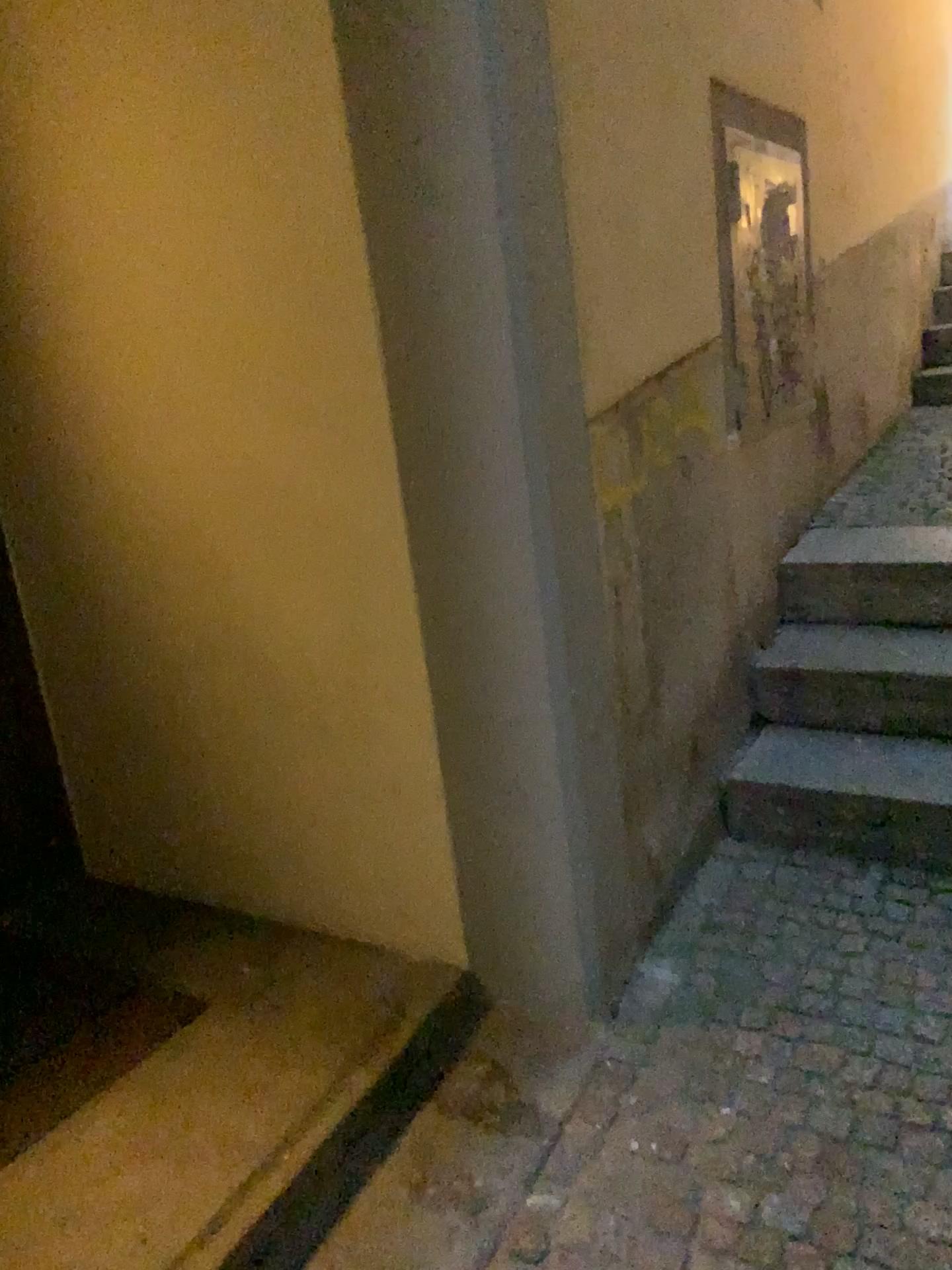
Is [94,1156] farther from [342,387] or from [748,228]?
[748,228]

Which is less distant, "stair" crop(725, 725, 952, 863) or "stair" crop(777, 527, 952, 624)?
"stair" crop(725, 725, 952, 863)

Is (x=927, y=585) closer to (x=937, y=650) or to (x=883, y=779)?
(x=937, y=650)

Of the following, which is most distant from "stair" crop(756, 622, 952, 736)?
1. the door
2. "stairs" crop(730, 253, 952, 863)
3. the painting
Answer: the door

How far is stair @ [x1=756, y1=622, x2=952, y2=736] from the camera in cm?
254

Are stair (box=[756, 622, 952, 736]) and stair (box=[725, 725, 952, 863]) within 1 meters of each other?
yes

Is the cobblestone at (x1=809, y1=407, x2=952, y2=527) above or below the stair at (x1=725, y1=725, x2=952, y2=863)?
above

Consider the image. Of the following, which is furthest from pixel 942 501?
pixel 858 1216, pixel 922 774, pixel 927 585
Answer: pixel 858 1216

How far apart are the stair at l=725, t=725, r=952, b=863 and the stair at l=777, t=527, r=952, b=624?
0.37m

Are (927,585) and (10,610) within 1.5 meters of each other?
no
